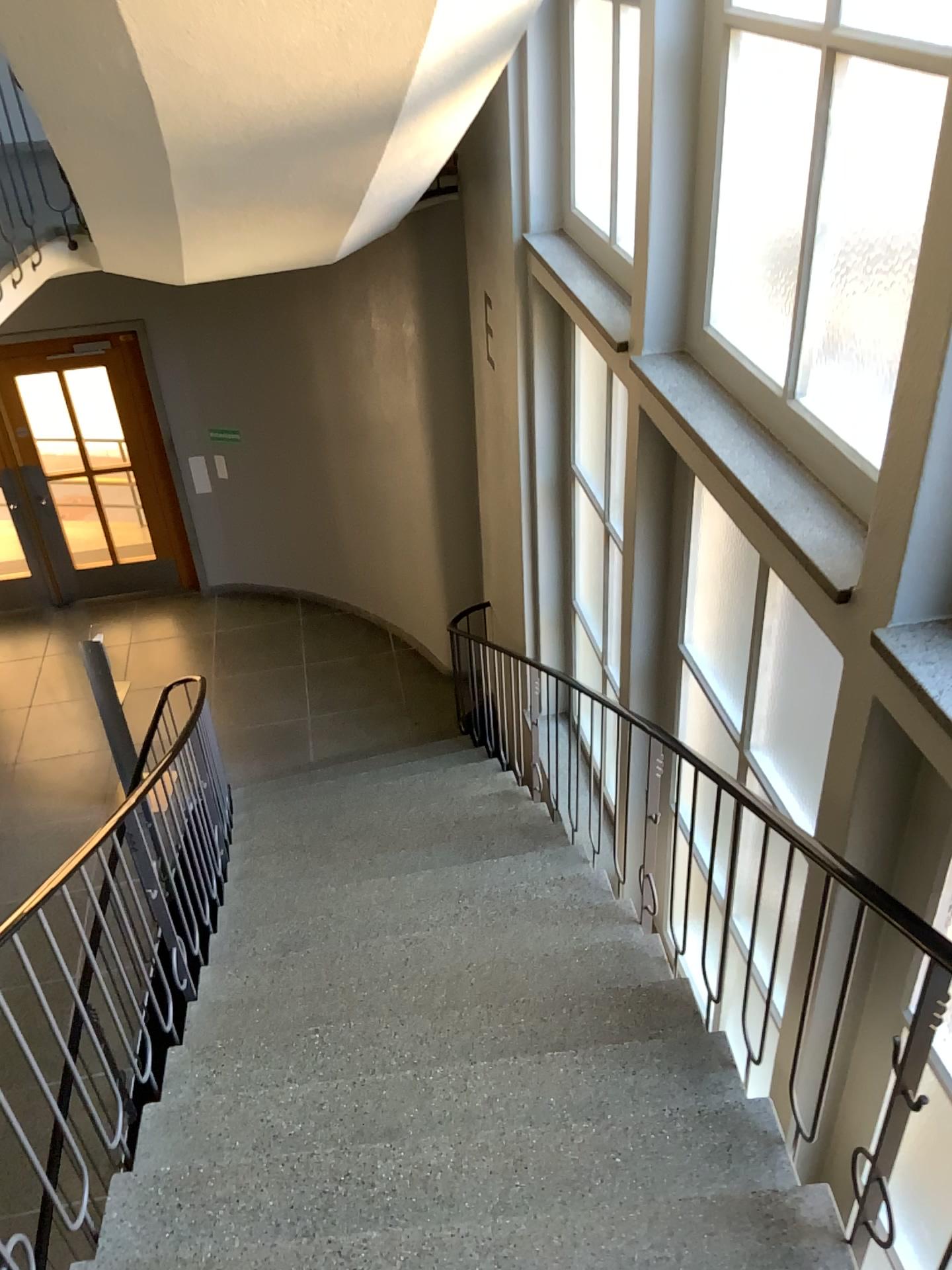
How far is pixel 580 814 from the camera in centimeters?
477cm
